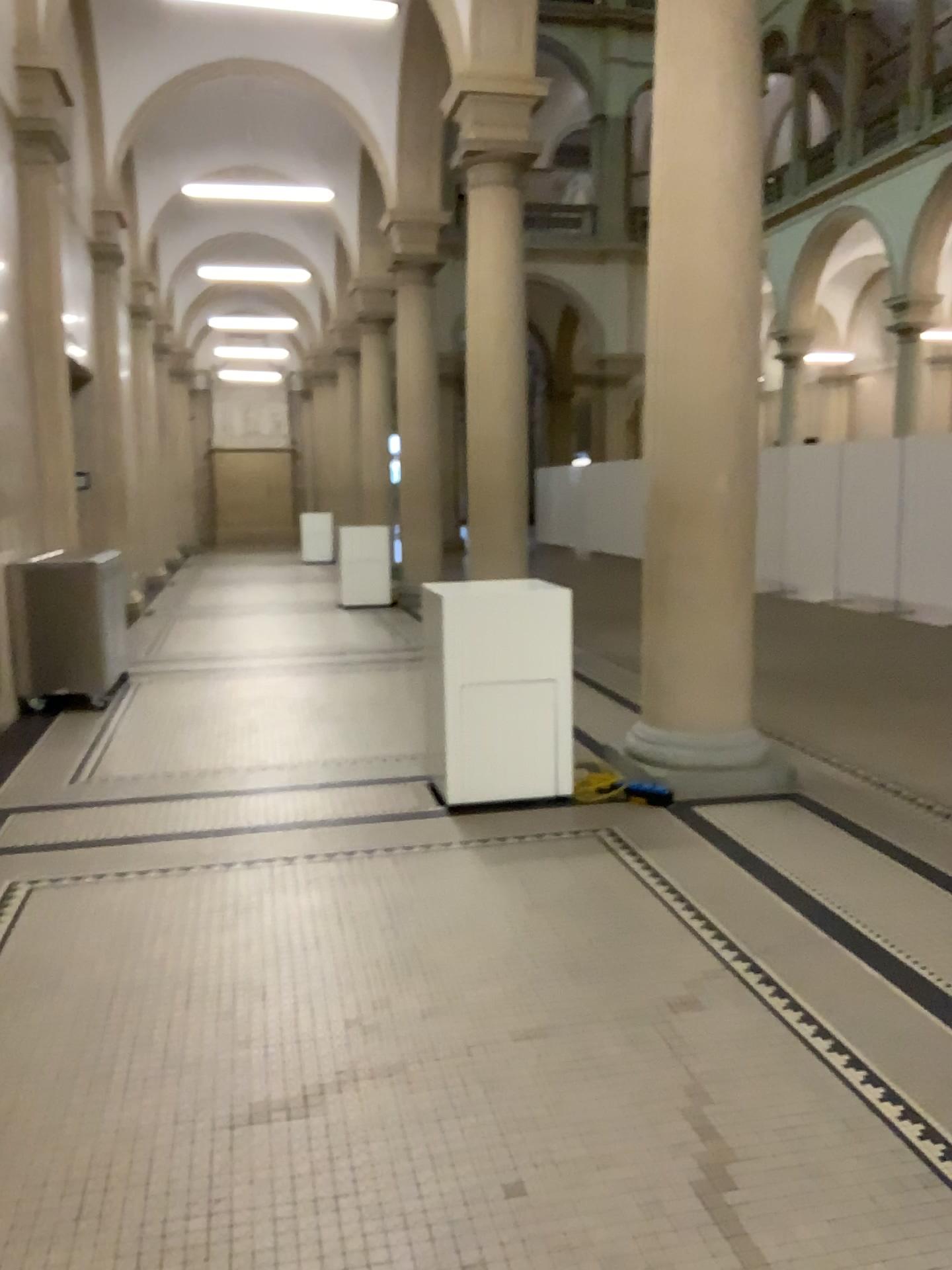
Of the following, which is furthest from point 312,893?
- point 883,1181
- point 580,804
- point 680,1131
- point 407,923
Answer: point 883,1181
